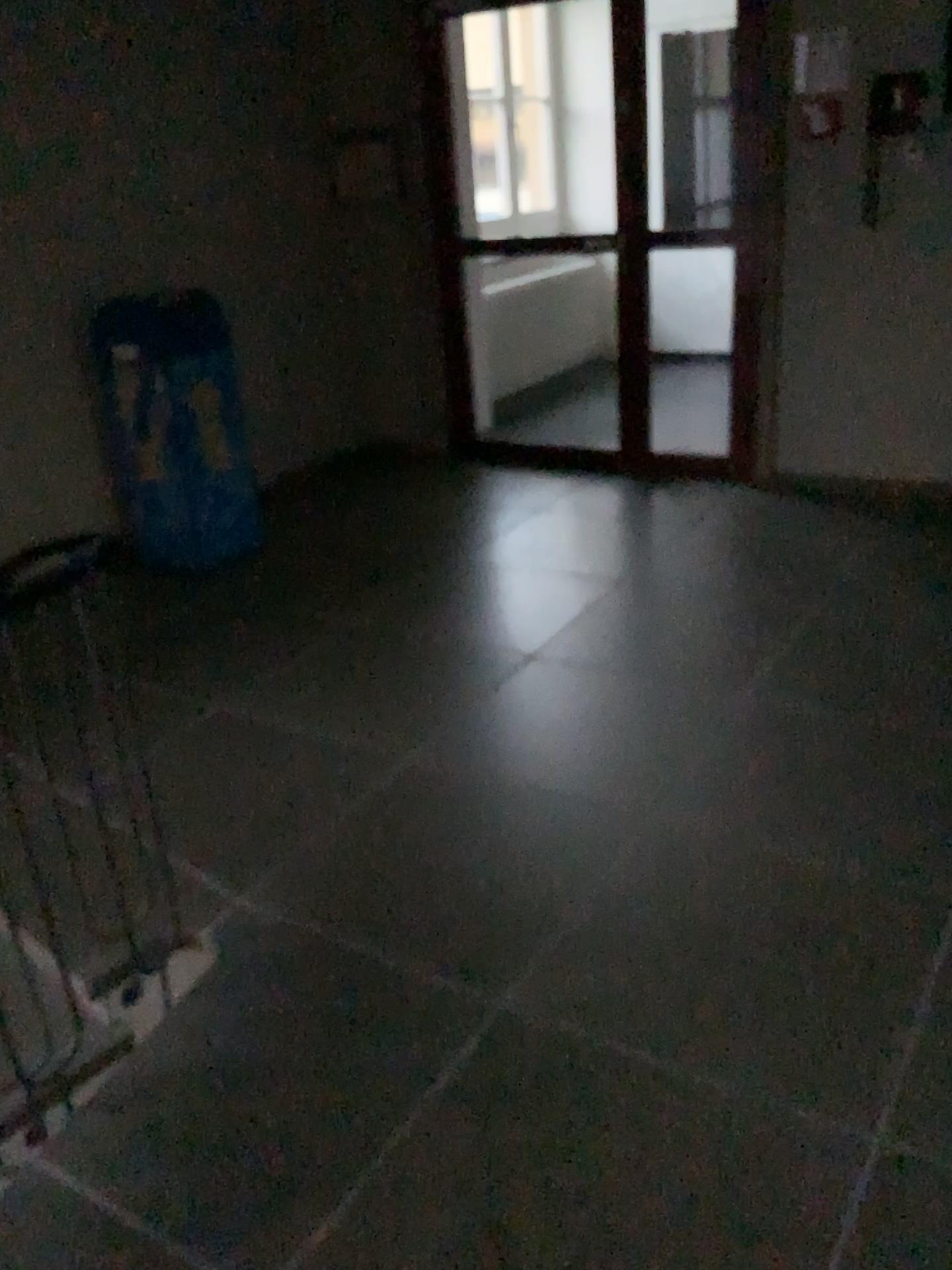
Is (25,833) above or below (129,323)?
below

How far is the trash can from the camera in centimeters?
413cm

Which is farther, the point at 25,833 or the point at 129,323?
the point at 129,323

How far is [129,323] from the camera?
4.13m

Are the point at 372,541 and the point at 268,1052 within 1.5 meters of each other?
no

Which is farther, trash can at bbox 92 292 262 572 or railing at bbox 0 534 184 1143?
trash can at bbox 92 292 262 572
